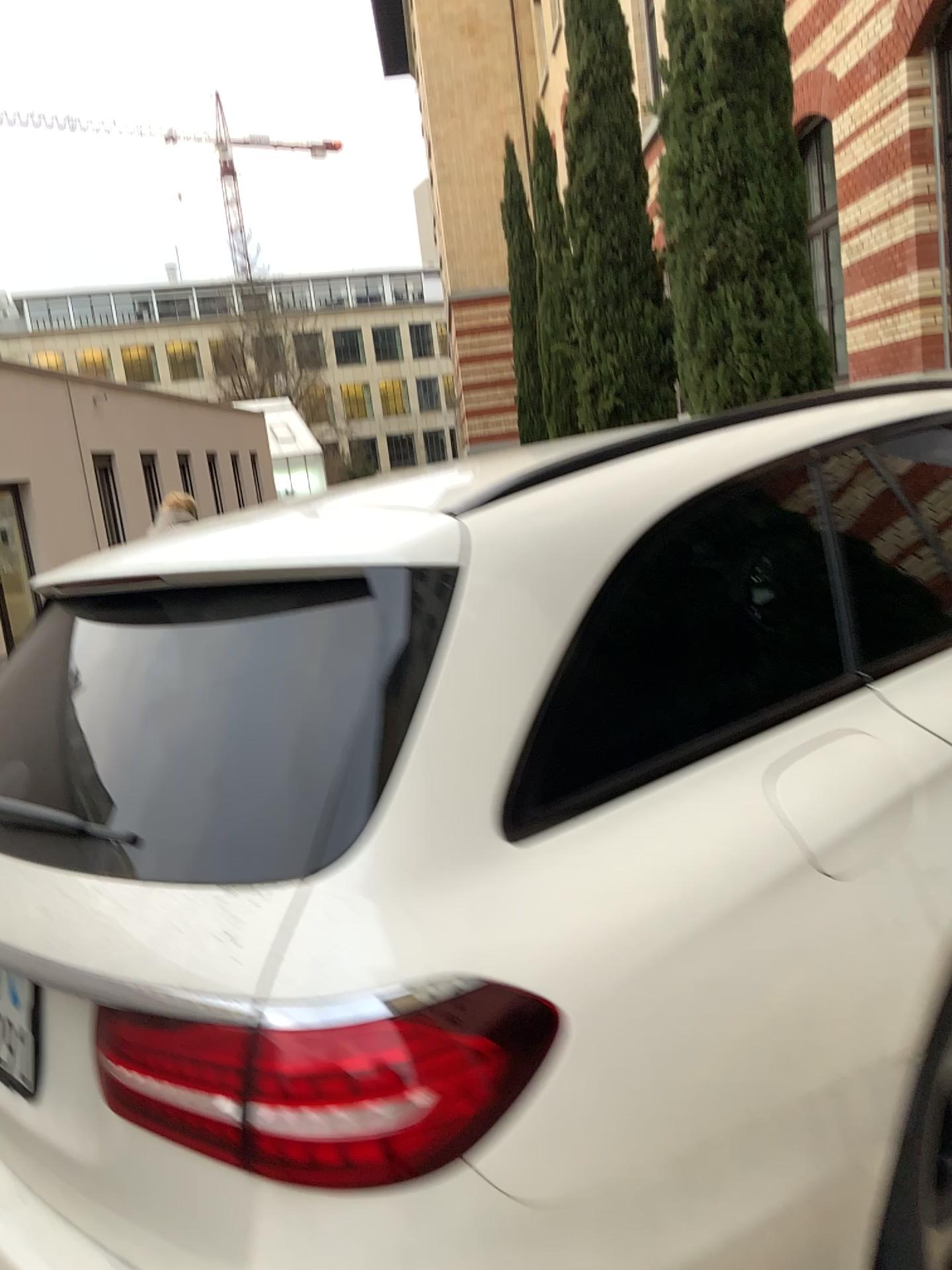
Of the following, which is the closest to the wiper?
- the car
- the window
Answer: the car

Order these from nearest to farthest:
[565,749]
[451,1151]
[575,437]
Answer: [451,1151] < [565,749] < [575,437]

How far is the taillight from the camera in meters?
1.0

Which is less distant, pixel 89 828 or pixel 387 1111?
pixel 387 1111

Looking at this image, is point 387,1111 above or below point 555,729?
below

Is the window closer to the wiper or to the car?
the car

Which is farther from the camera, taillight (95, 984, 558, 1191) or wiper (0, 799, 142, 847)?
wiper (0, 799, 142, 847)

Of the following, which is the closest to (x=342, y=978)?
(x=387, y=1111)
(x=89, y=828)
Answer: (x=387, y=1111)
